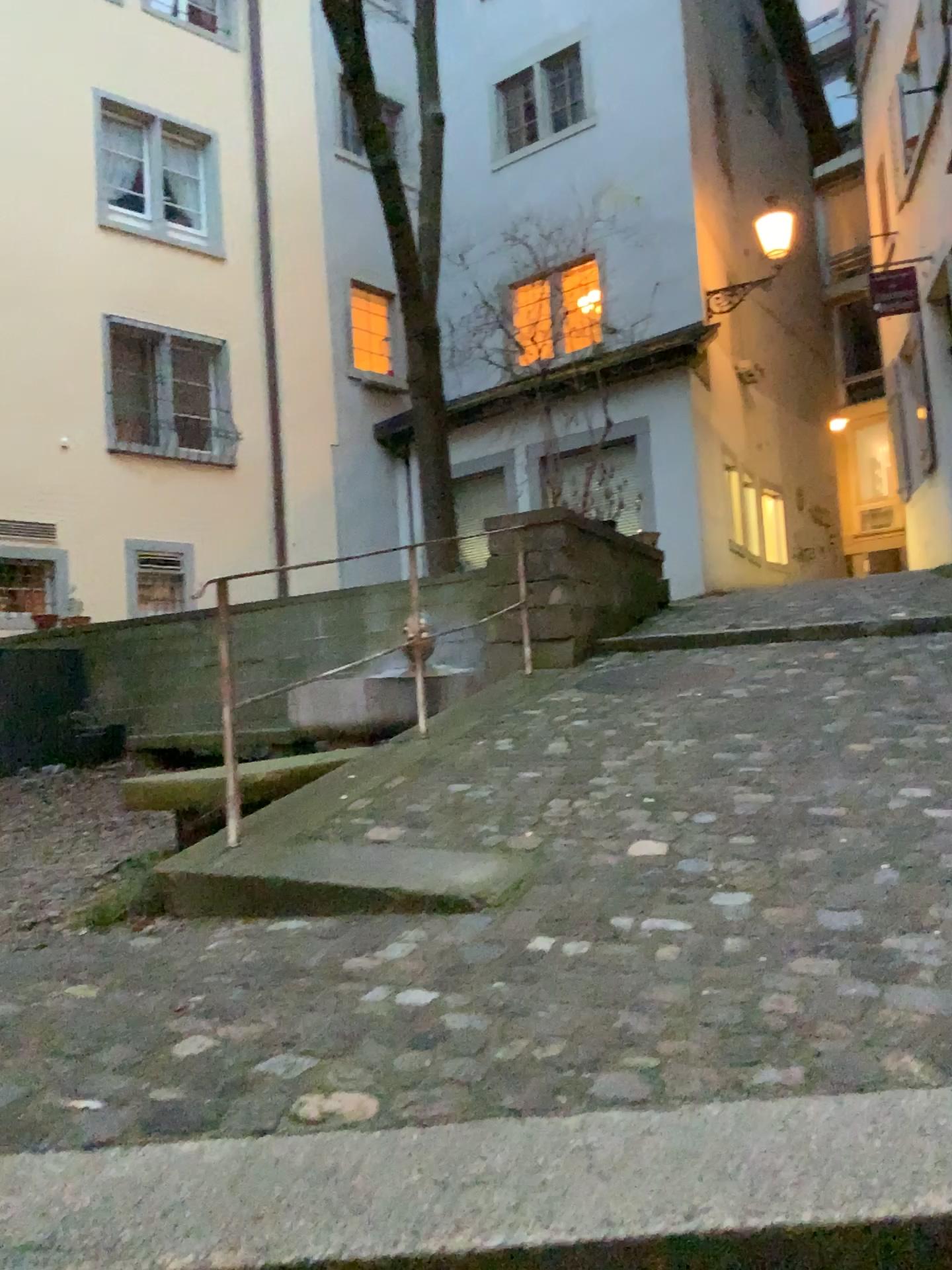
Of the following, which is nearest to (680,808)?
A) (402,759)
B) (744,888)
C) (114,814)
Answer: (744,888)
